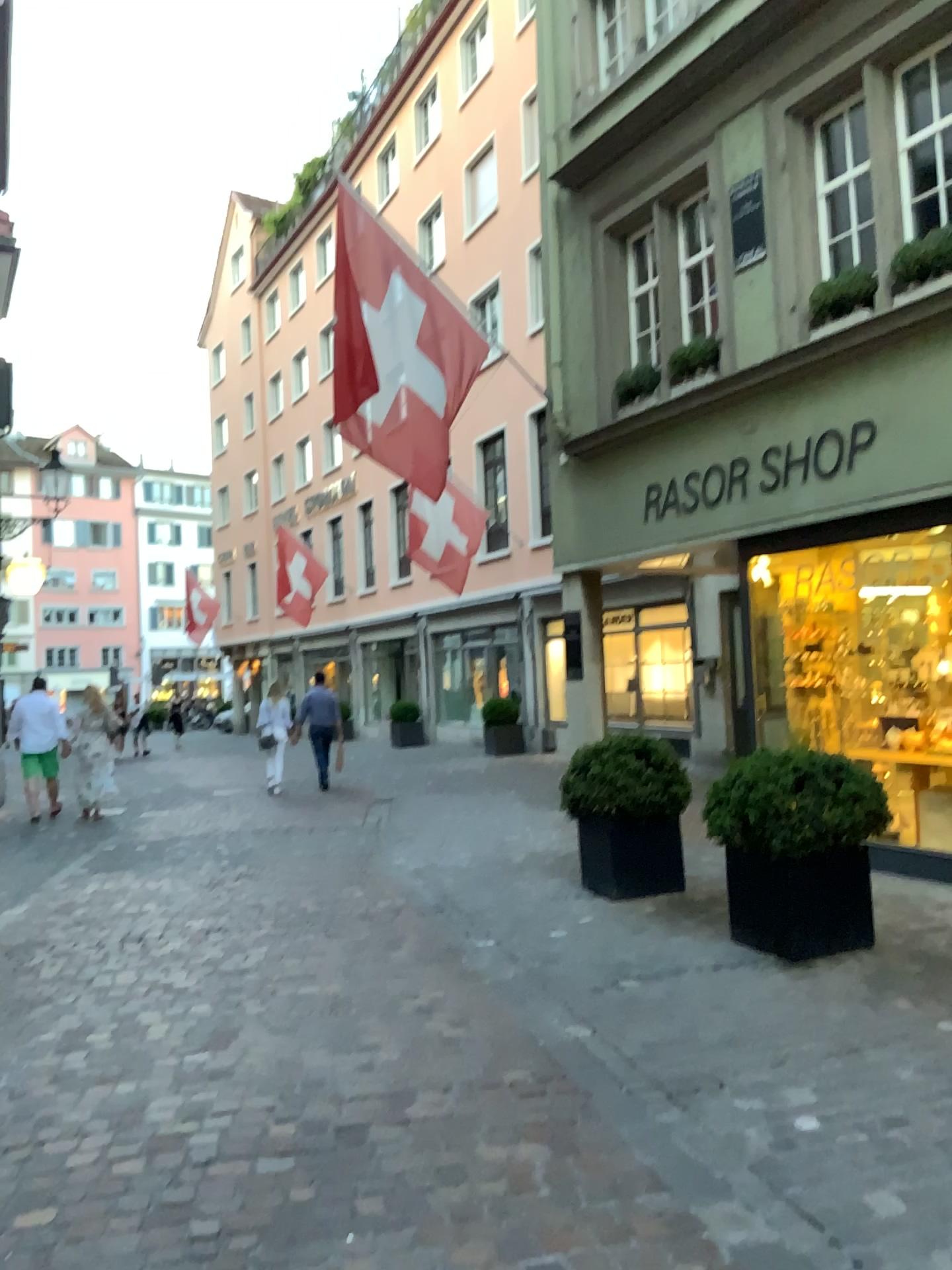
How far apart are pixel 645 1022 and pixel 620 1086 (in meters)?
0.65
